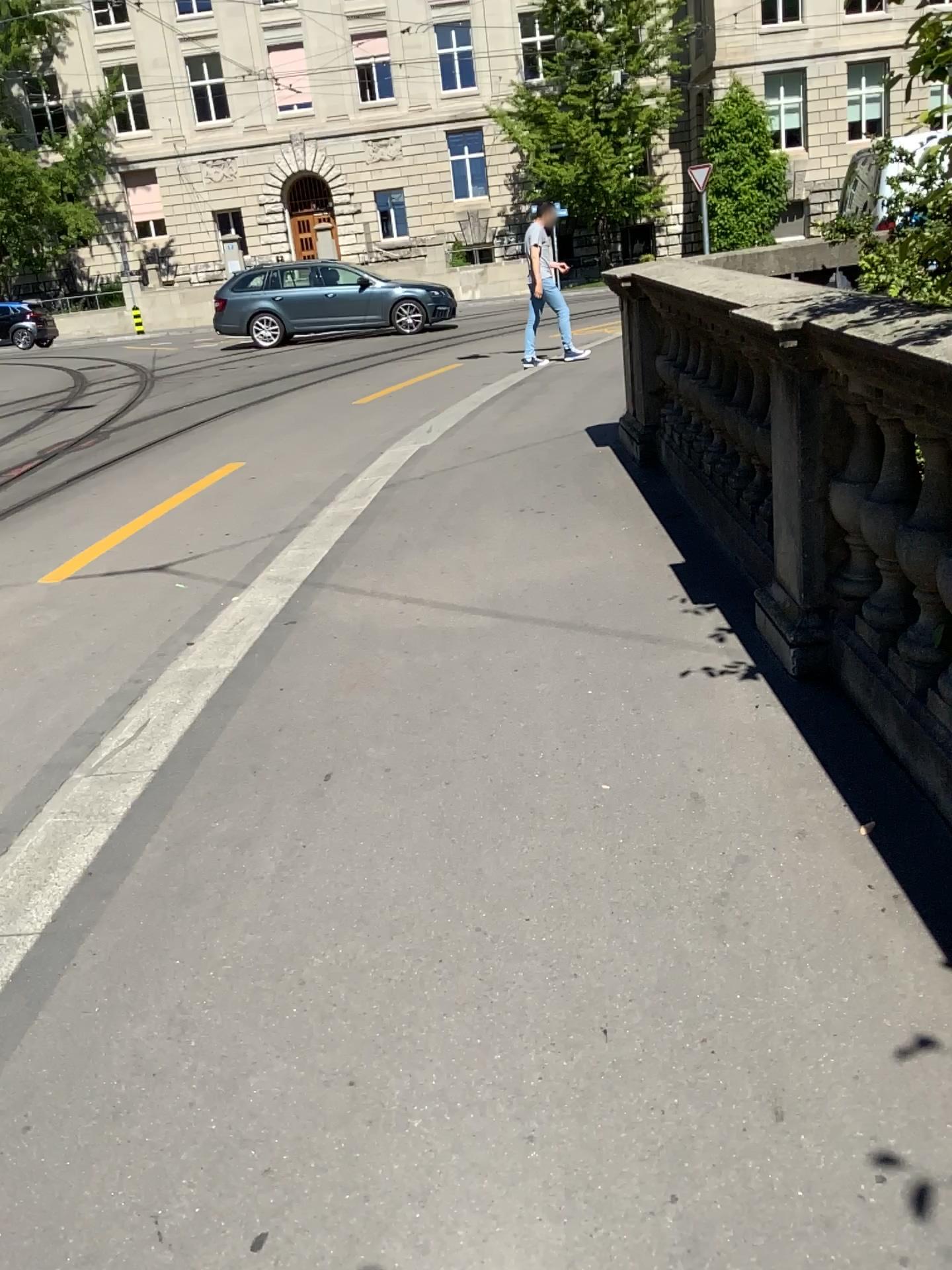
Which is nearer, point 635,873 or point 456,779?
point 635,873
